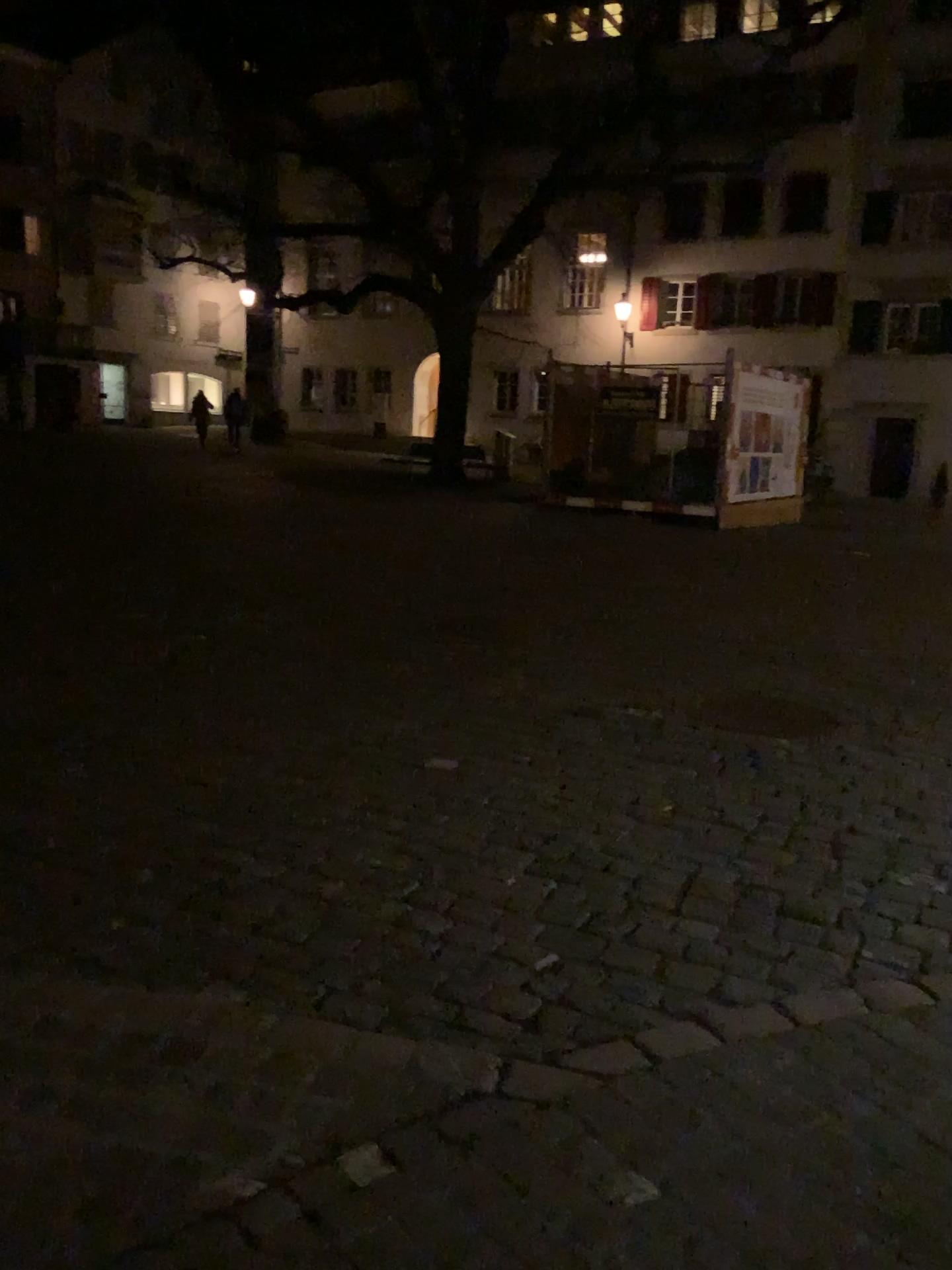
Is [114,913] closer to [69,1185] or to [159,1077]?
[159,1077]
